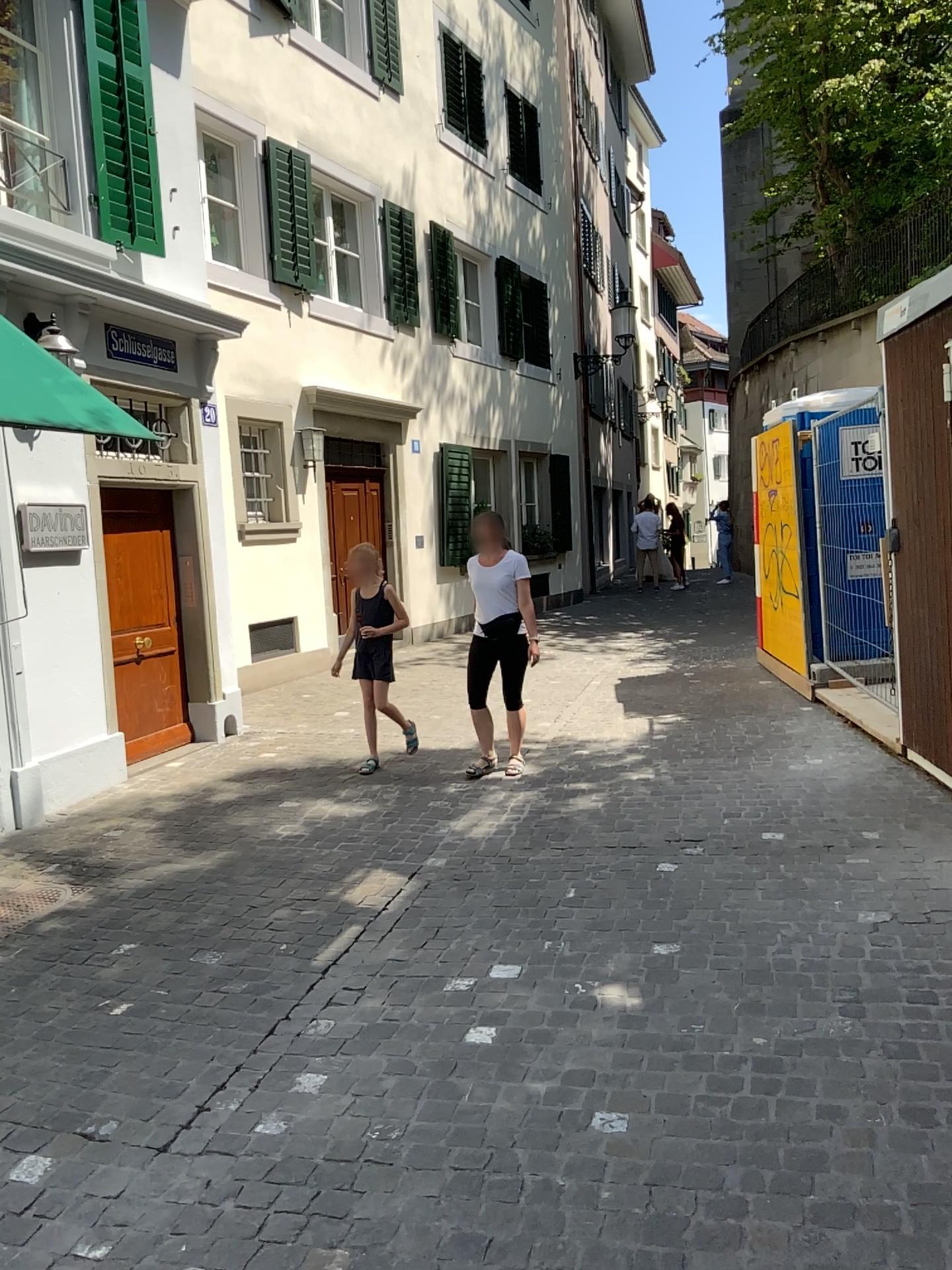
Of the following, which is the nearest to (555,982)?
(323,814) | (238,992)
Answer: (238,992)
